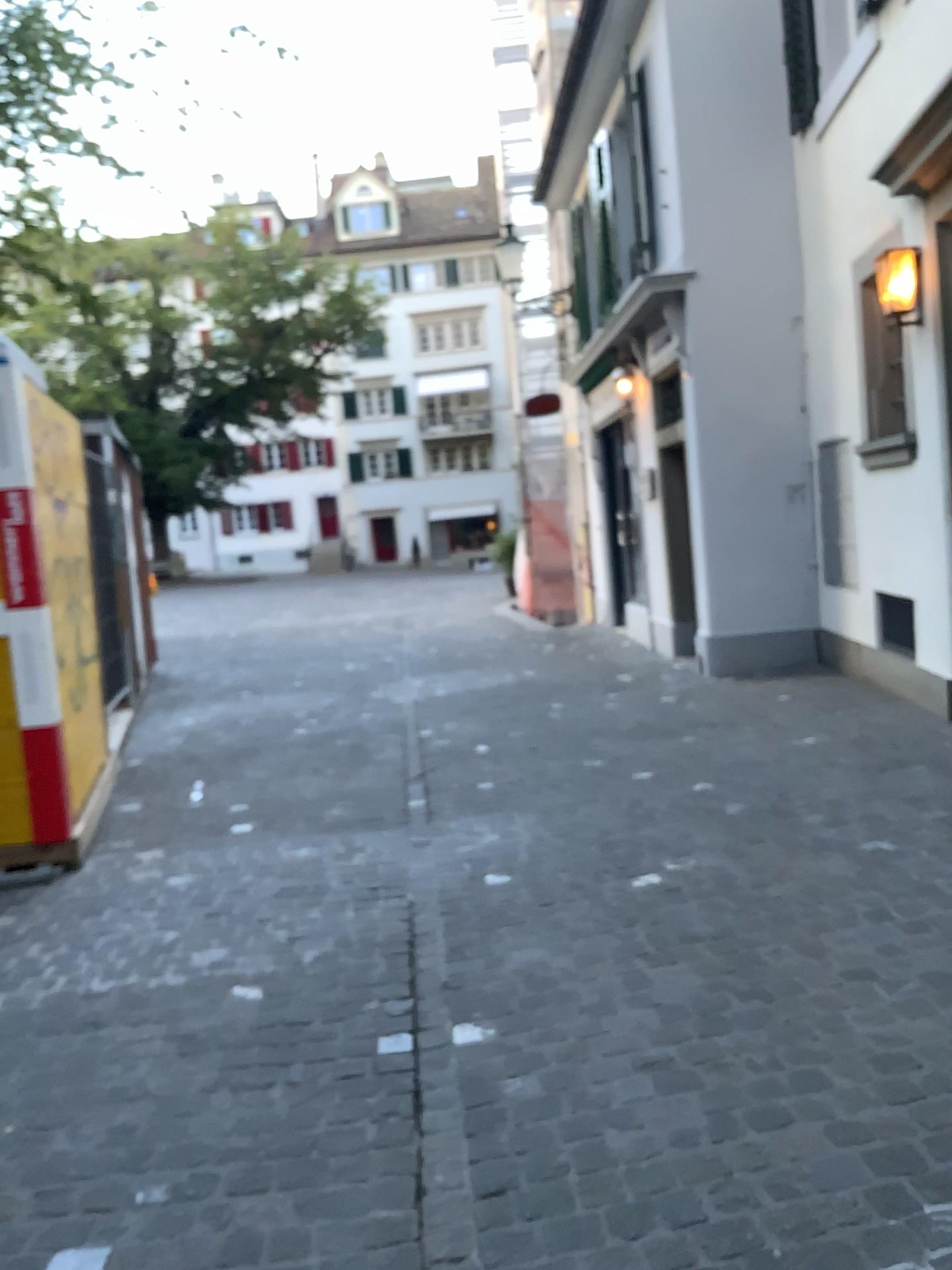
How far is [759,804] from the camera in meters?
4.3
